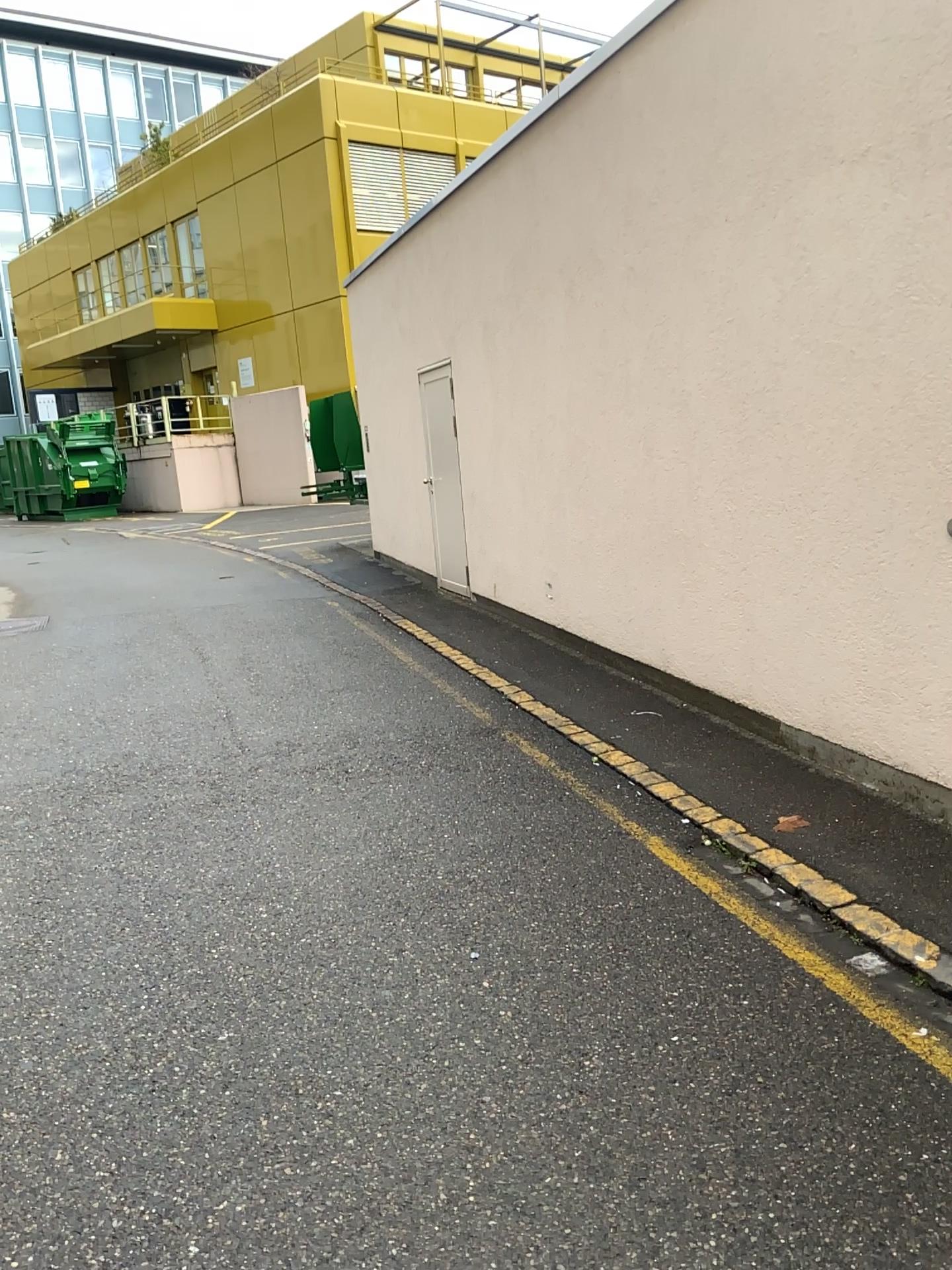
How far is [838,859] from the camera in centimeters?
376cm
